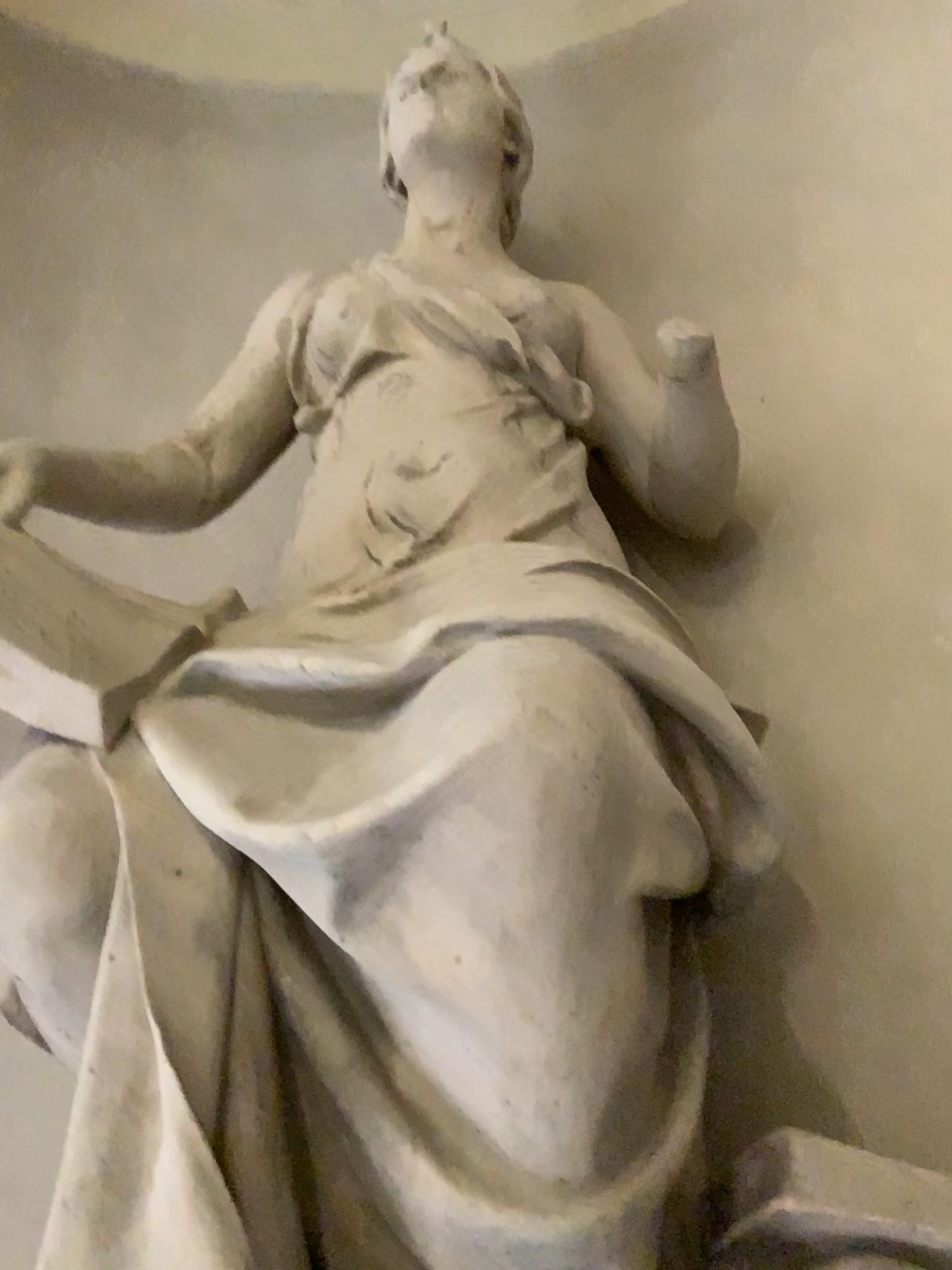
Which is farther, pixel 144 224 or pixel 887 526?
pixel 144 224
